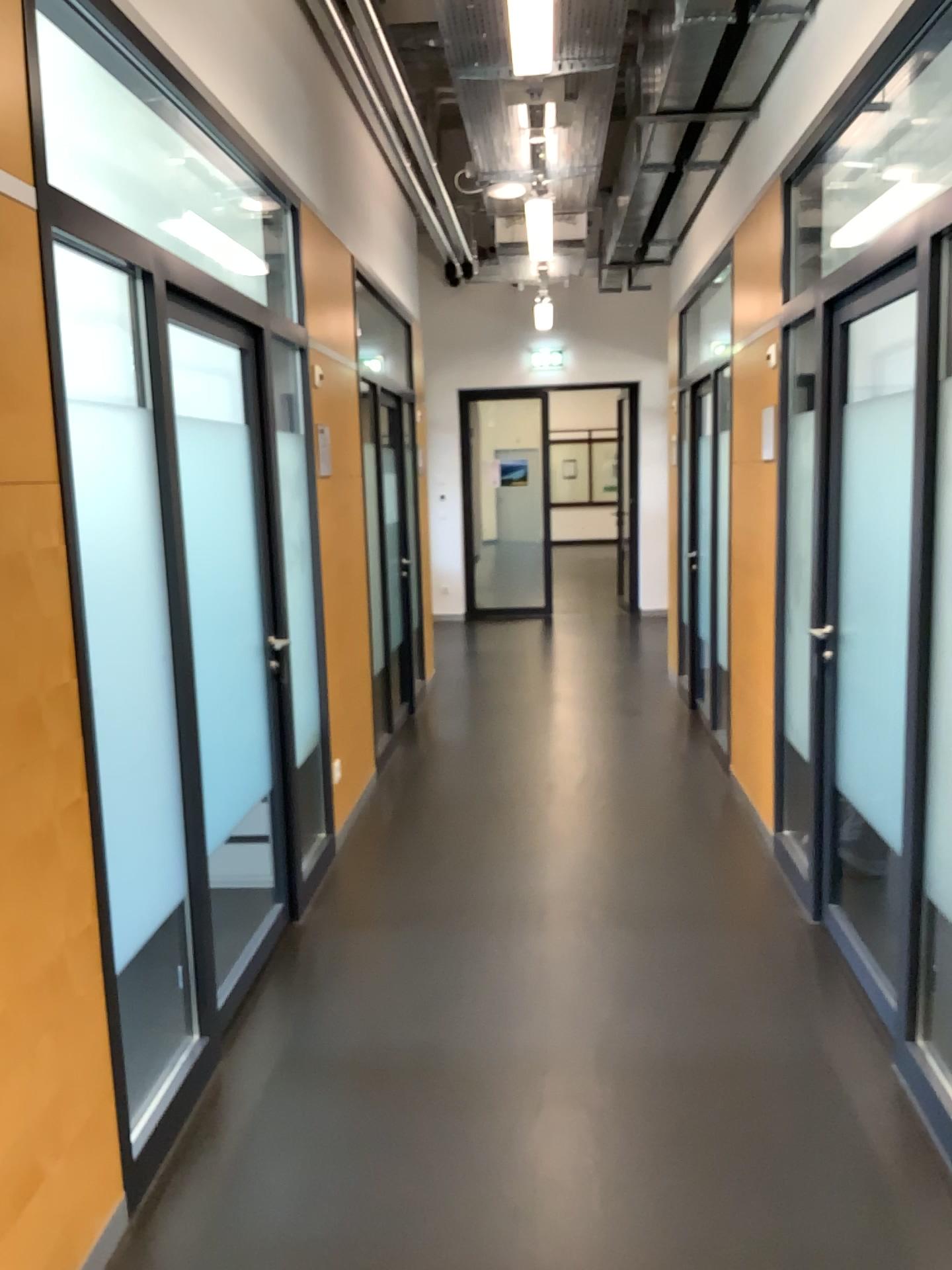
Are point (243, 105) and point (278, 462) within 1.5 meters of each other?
yes
